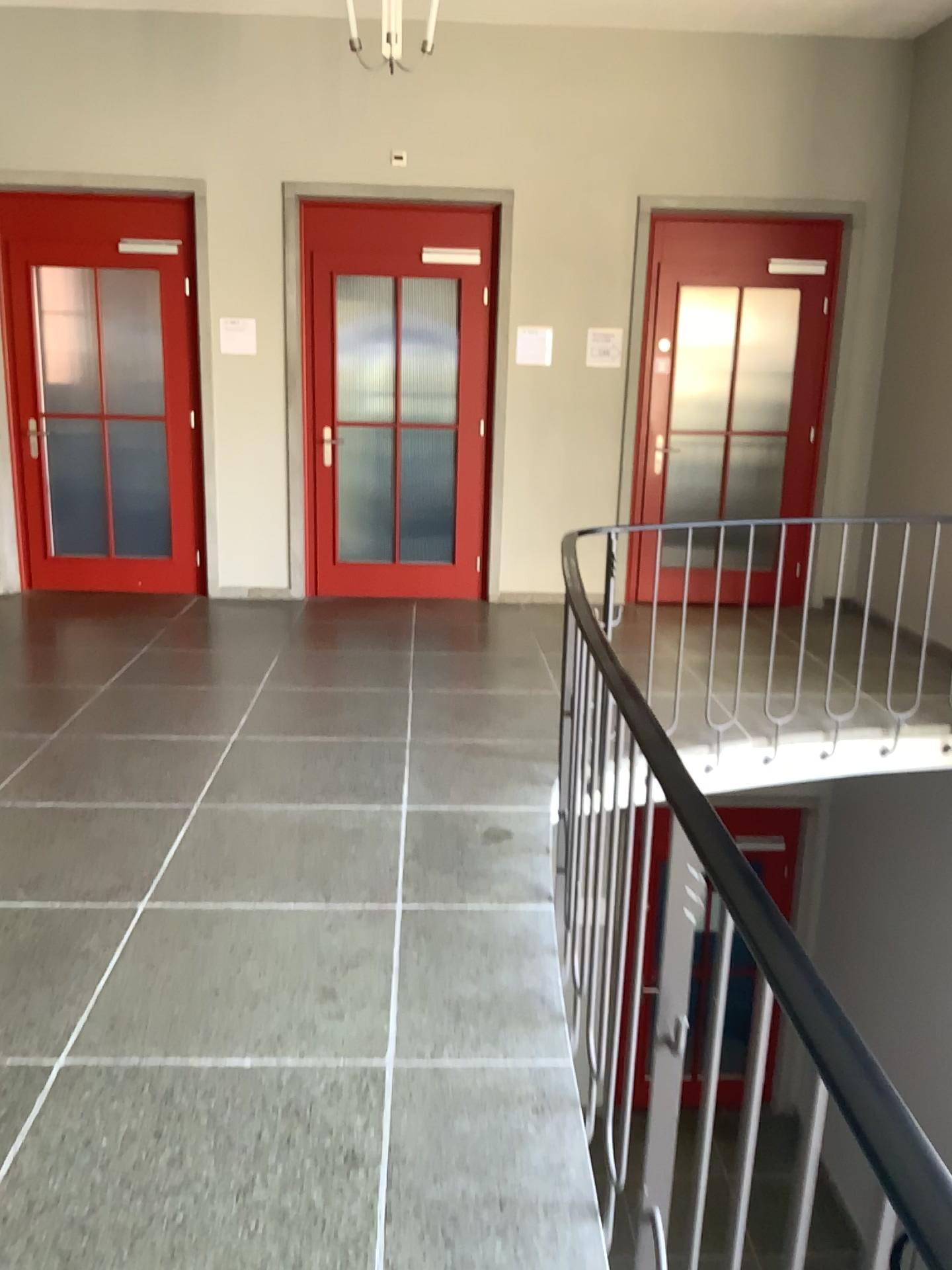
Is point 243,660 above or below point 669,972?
below
